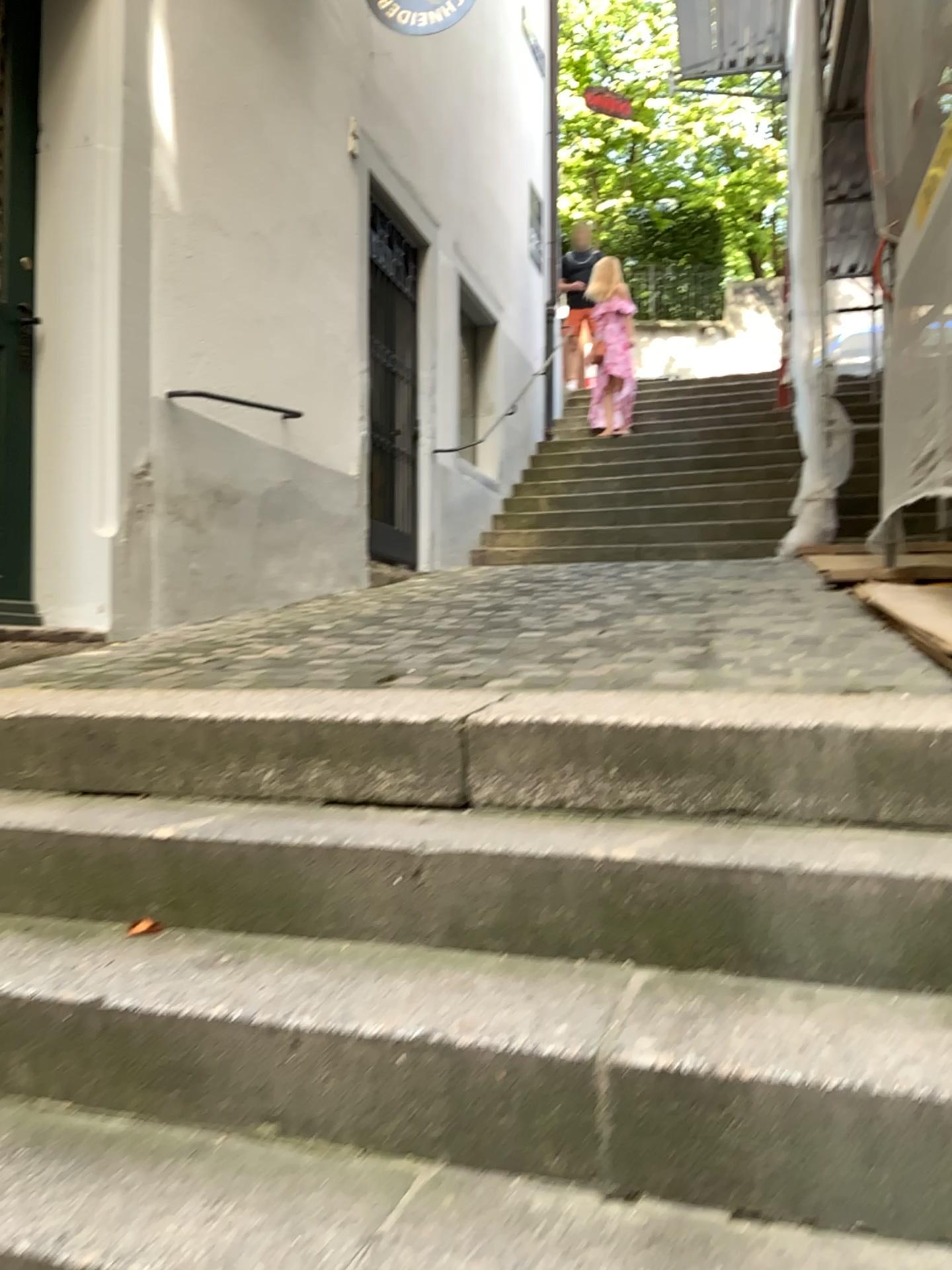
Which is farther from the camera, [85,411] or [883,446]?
[883,446]

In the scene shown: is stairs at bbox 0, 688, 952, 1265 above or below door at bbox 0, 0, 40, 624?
below

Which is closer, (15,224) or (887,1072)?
(887,1072)

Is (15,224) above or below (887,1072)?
above

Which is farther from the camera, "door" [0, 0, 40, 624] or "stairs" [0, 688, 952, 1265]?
"door" [0, 0, 40, 624]
